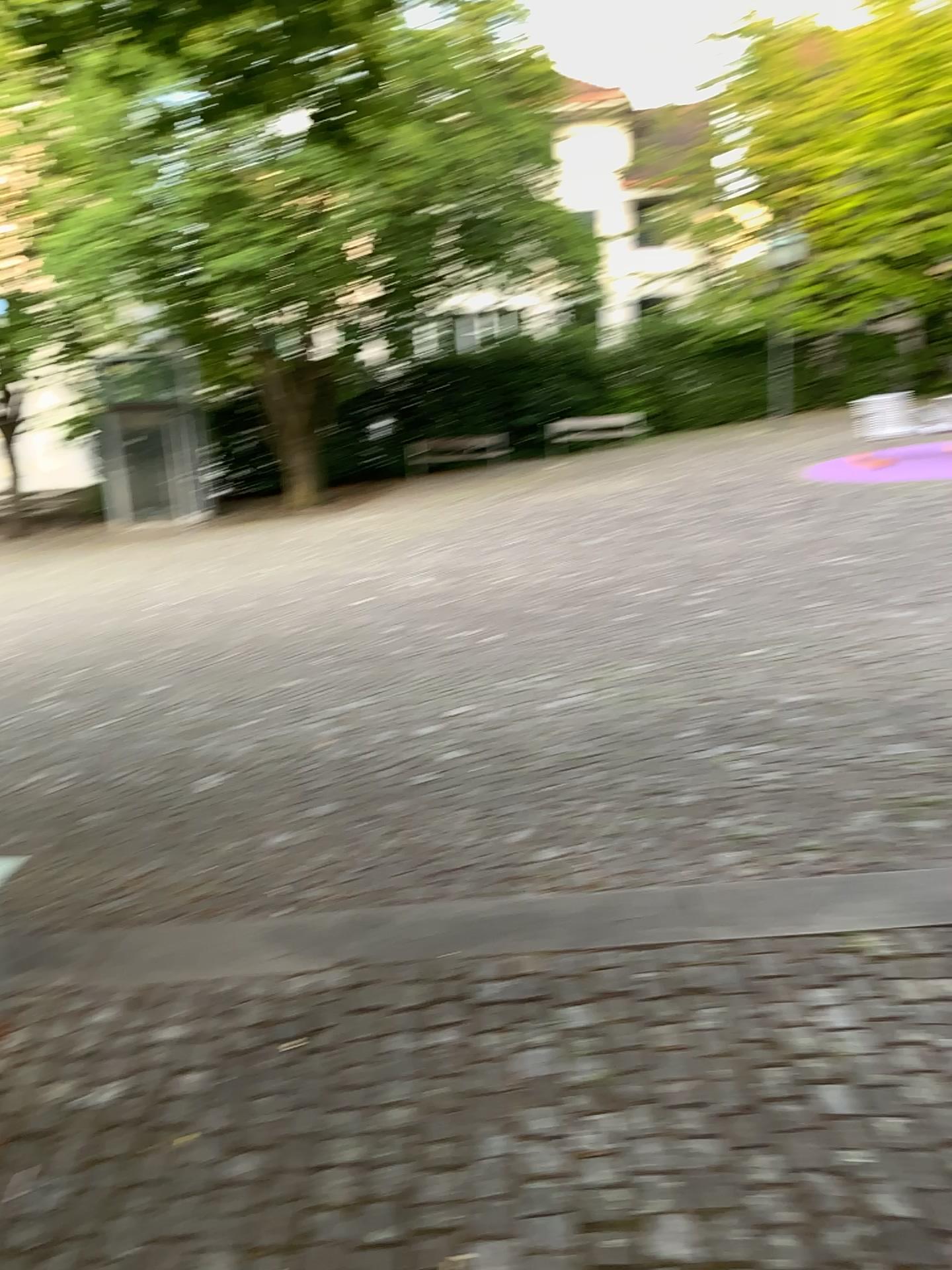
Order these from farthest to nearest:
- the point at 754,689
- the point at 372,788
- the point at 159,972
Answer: the point at 754,689 → the point at 372,788 → the point at 159,972
